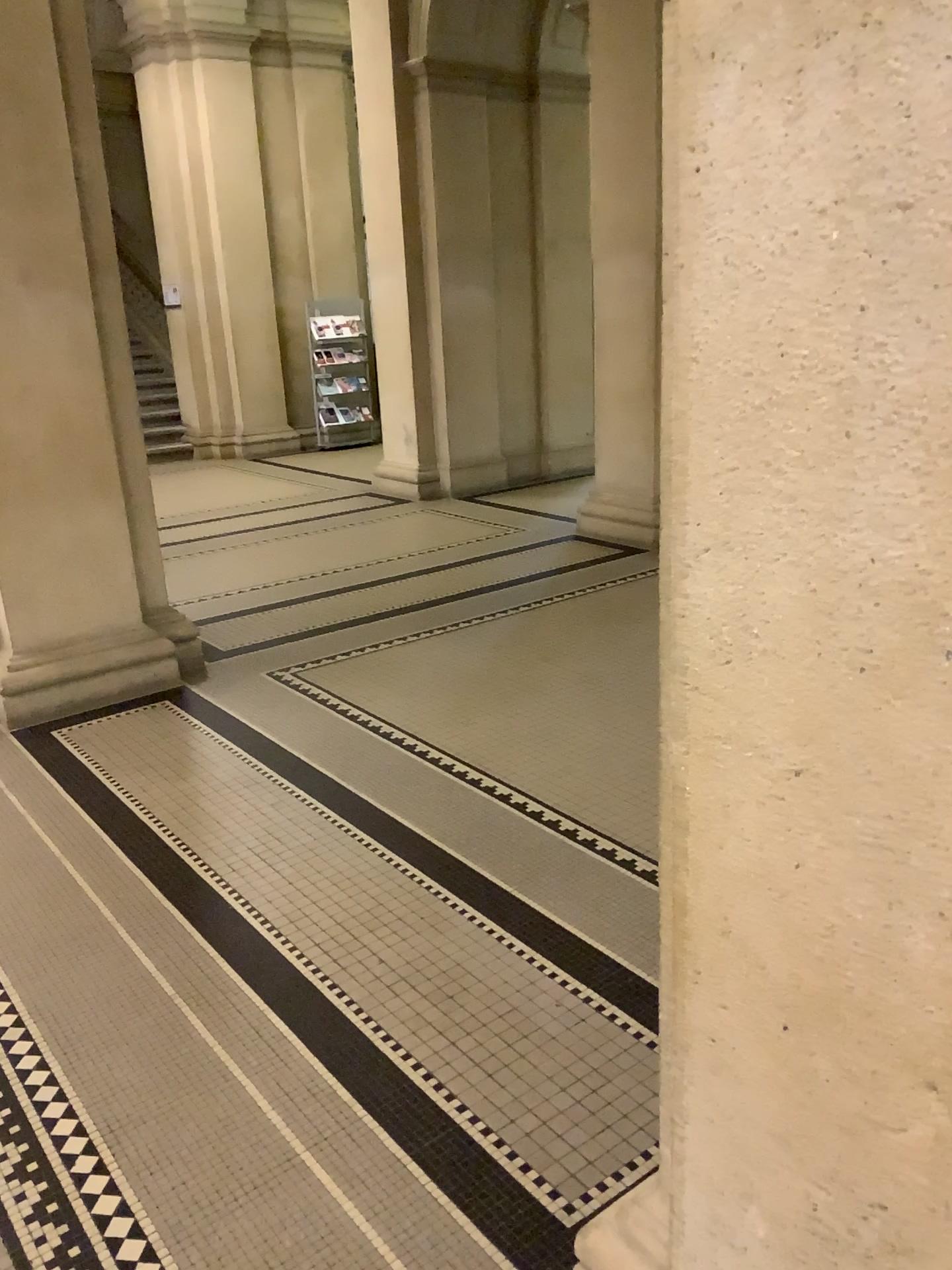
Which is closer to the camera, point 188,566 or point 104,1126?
point 104,1126

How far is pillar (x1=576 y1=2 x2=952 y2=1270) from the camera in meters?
0.8 m

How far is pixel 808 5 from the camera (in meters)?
0.79

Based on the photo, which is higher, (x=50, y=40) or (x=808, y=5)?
(x=50, y=40)

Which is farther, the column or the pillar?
the column

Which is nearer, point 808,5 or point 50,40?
point 808,5
